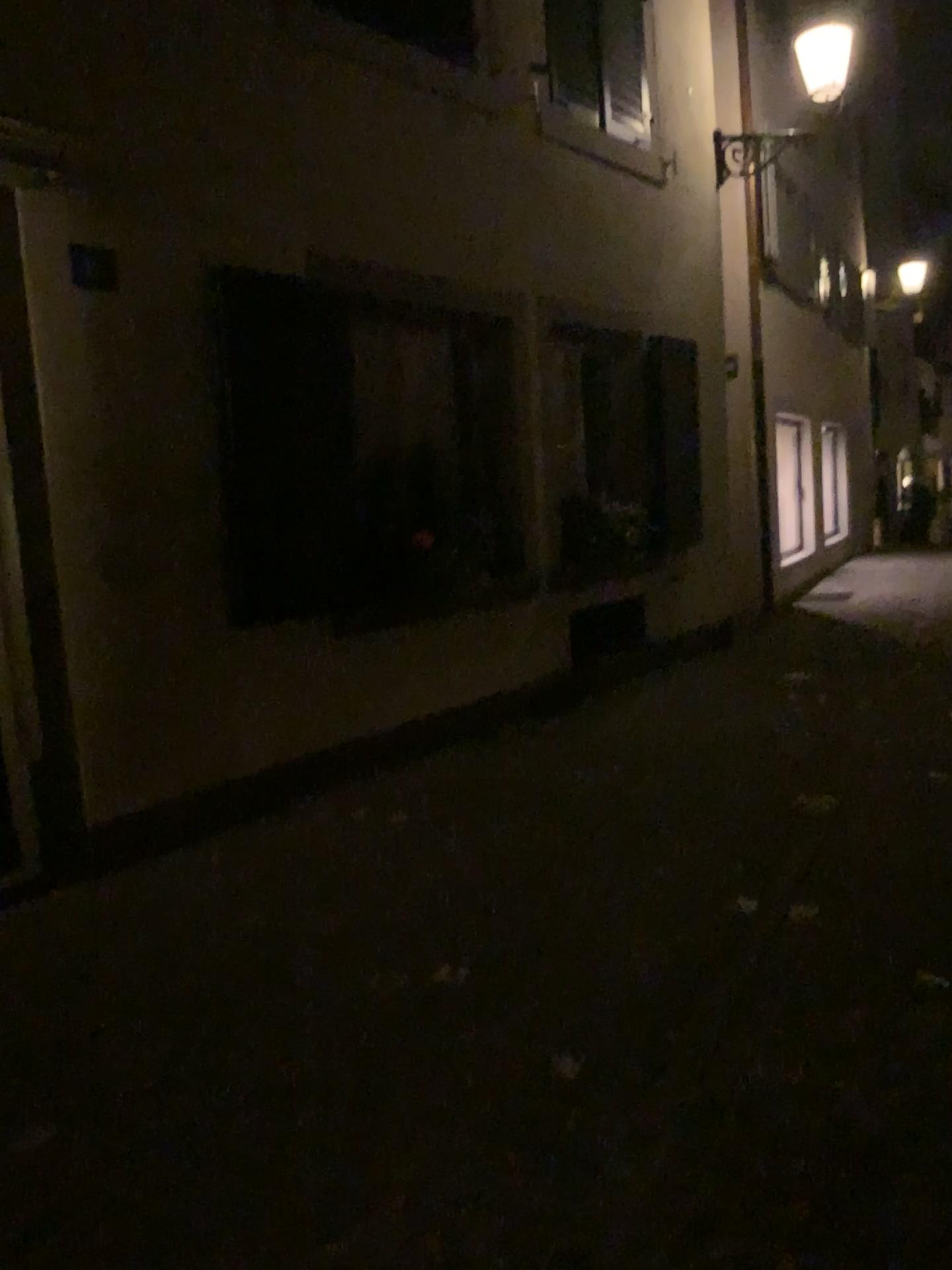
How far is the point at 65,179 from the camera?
3.9 meters

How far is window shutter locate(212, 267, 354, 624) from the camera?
4.6 meters

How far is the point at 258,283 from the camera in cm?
457
